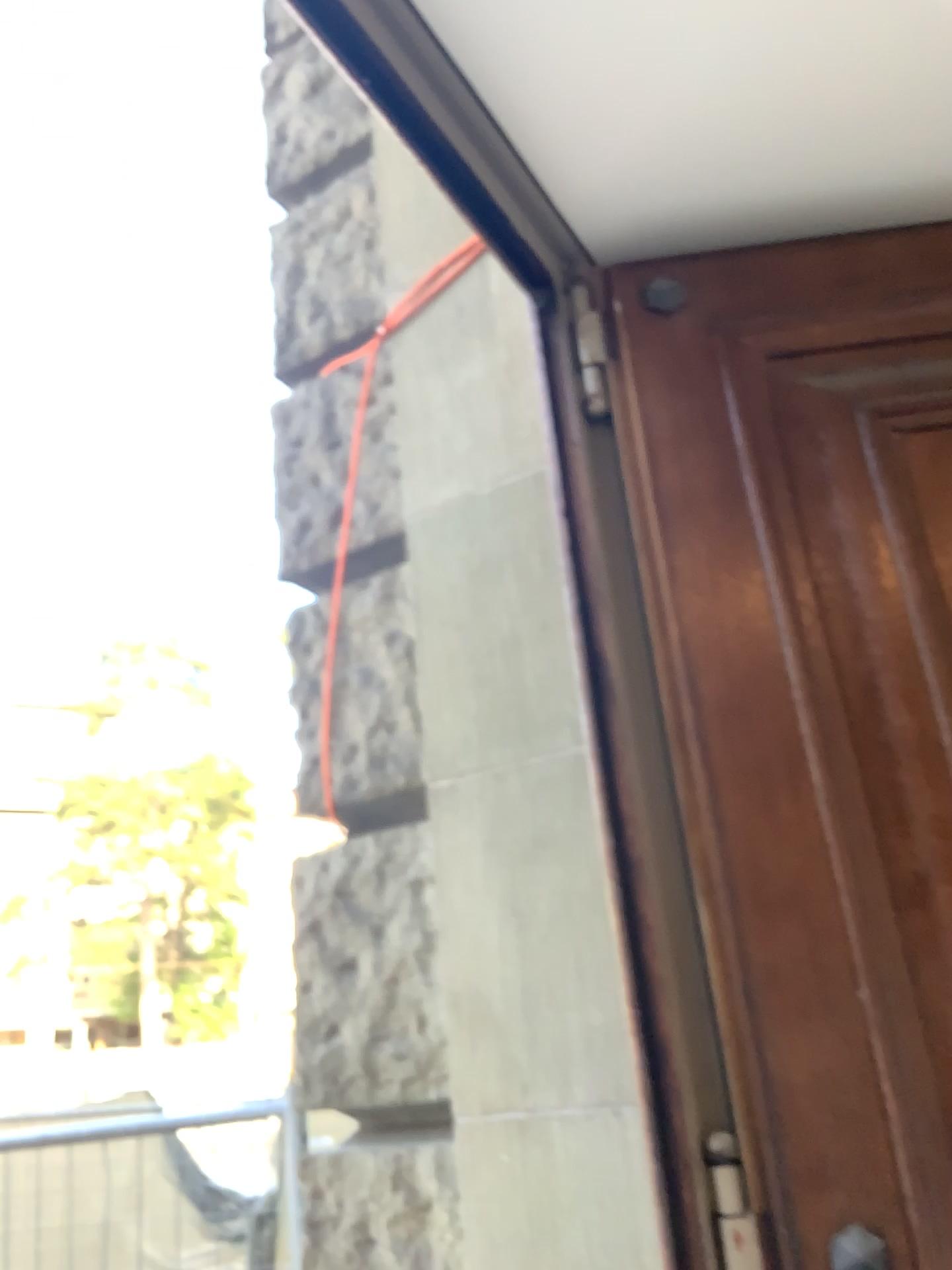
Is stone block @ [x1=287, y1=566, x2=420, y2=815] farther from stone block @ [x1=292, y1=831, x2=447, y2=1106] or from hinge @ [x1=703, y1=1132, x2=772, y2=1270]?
hinge @ [x1=703, y1=1132, x2=772, y2=1270]

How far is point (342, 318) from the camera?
2.3 meters

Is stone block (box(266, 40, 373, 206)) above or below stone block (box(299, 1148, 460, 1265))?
above

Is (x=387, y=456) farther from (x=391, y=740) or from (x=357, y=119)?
(x=357, y=119)

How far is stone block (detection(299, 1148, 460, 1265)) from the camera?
1.7m

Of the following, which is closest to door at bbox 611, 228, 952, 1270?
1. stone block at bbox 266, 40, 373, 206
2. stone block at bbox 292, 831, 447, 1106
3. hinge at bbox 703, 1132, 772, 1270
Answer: hinge at bbox 703, 1132, 772, 1270

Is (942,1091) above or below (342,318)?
below

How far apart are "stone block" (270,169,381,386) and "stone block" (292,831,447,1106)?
1.03m

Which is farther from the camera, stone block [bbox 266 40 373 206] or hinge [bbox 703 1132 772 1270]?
stone block [bbox 266 40 373 206]

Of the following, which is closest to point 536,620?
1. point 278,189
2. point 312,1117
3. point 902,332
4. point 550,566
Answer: point 550,566
